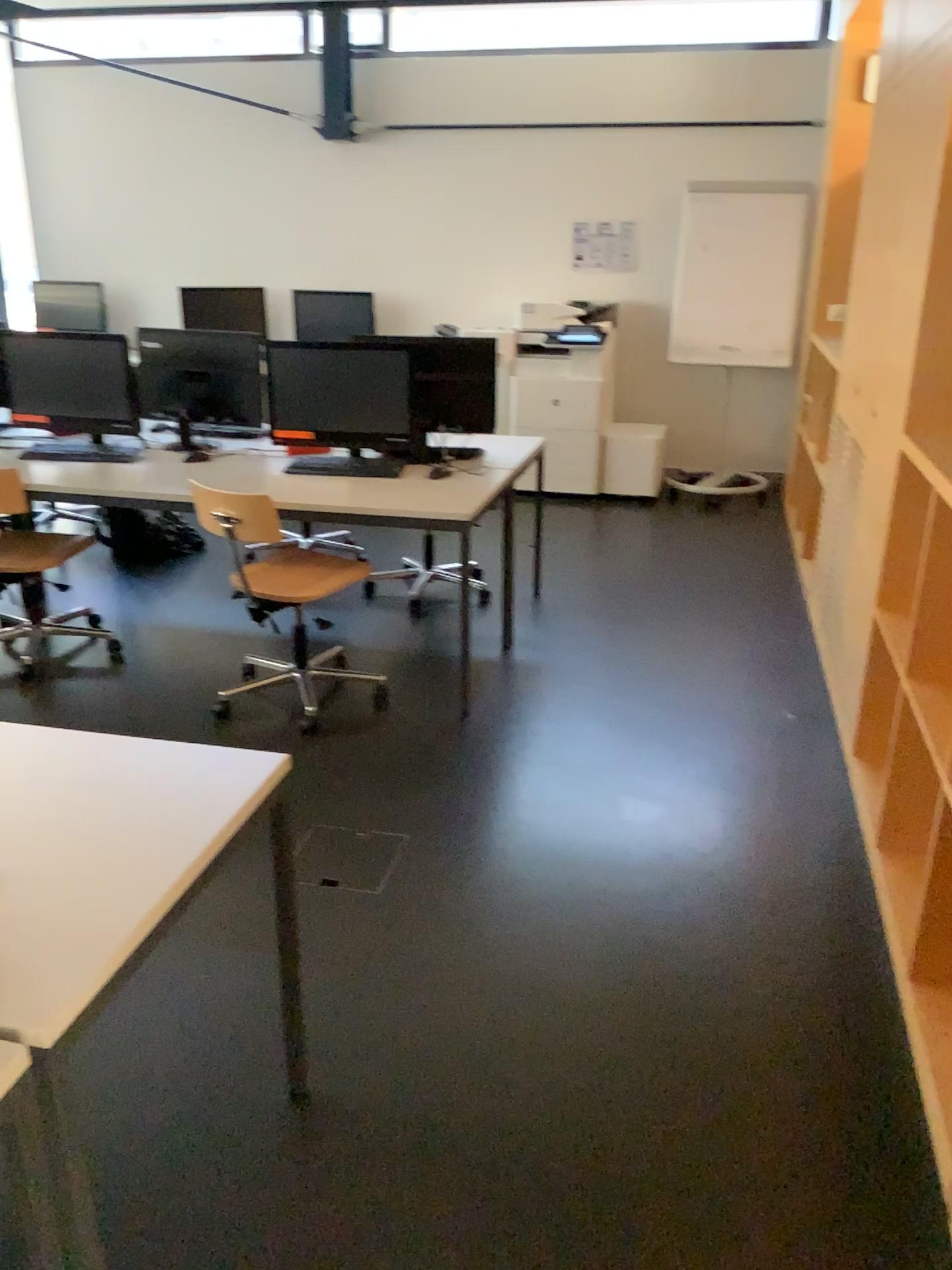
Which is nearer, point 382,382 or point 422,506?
point 422,506

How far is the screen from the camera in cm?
401

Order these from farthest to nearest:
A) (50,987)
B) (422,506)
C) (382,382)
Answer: (382,382)
(422,506)
(50,987)

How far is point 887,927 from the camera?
2.54m

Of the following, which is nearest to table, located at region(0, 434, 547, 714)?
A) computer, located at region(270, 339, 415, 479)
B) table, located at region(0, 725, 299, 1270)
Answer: computer, located at region(270, 339, 415, 479)

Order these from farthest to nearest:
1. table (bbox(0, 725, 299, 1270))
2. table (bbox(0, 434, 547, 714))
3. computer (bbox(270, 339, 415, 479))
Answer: computer (bbox(270, 339, 415, 479)) → table (bbox(0, 434, 547, 714)) → table (bbox(0, 725, 299, 1270))

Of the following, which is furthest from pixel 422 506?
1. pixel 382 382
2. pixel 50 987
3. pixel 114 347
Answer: pixel 50 987

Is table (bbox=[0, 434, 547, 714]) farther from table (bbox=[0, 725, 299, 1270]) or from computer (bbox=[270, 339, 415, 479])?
table (bbox=[0, 725, 299, 1270])

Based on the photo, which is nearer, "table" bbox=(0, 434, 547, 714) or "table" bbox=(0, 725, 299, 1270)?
"table" bbox=(0, 725, 299, 1270)

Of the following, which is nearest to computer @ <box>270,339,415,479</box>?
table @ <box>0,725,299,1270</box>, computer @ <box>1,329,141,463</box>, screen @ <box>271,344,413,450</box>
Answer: screen @ <box>271,344,413,450</box>
